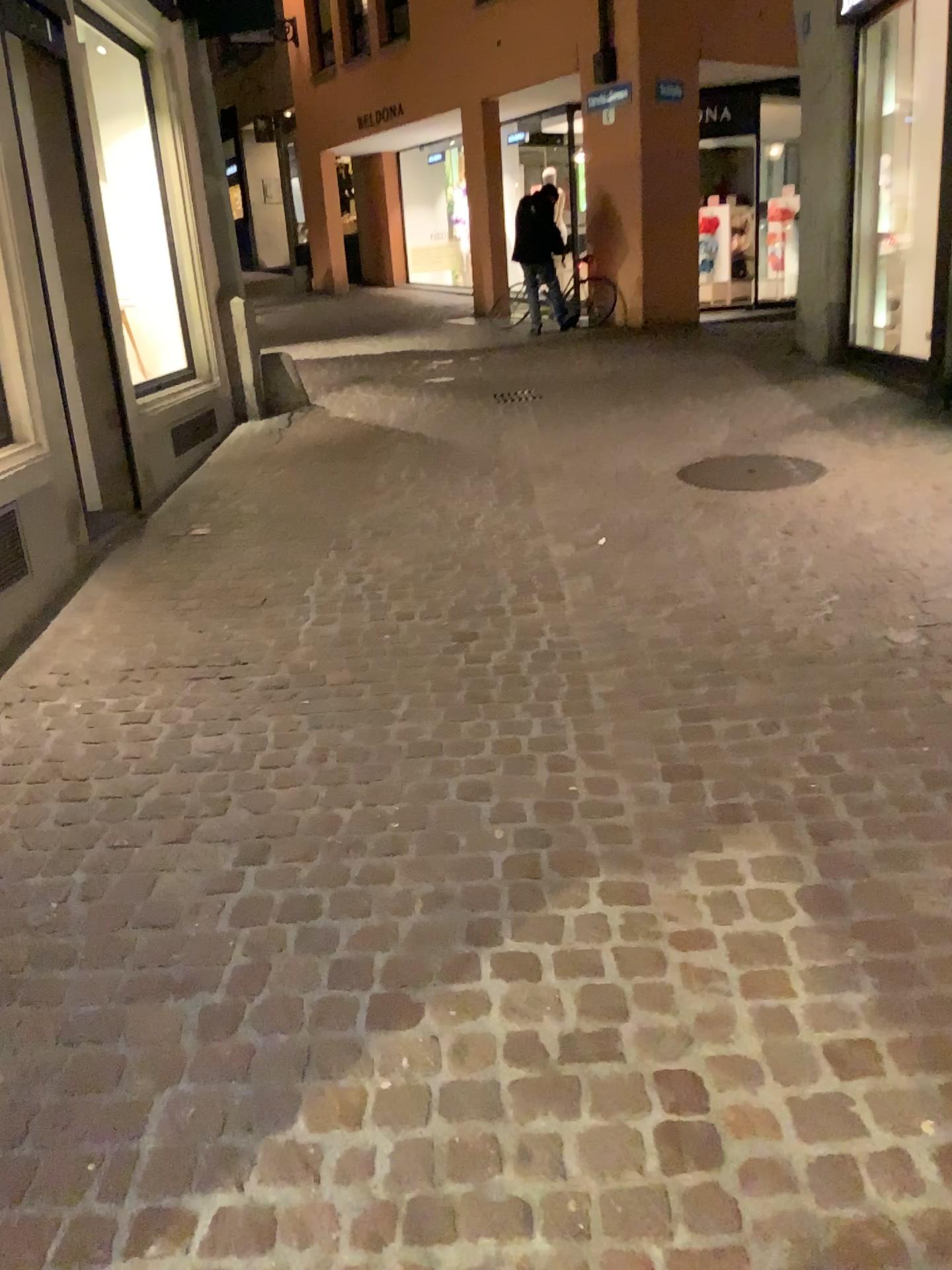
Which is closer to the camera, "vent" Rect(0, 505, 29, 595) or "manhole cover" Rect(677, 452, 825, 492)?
"vent" Rect(0, 505, 29, 595)

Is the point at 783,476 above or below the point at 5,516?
below

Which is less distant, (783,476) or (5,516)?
(5,516)

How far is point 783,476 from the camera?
5.1 meters

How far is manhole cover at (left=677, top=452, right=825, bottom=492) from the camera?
5.1 meters

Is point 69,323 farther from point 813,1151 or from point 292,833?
point 813,1151
